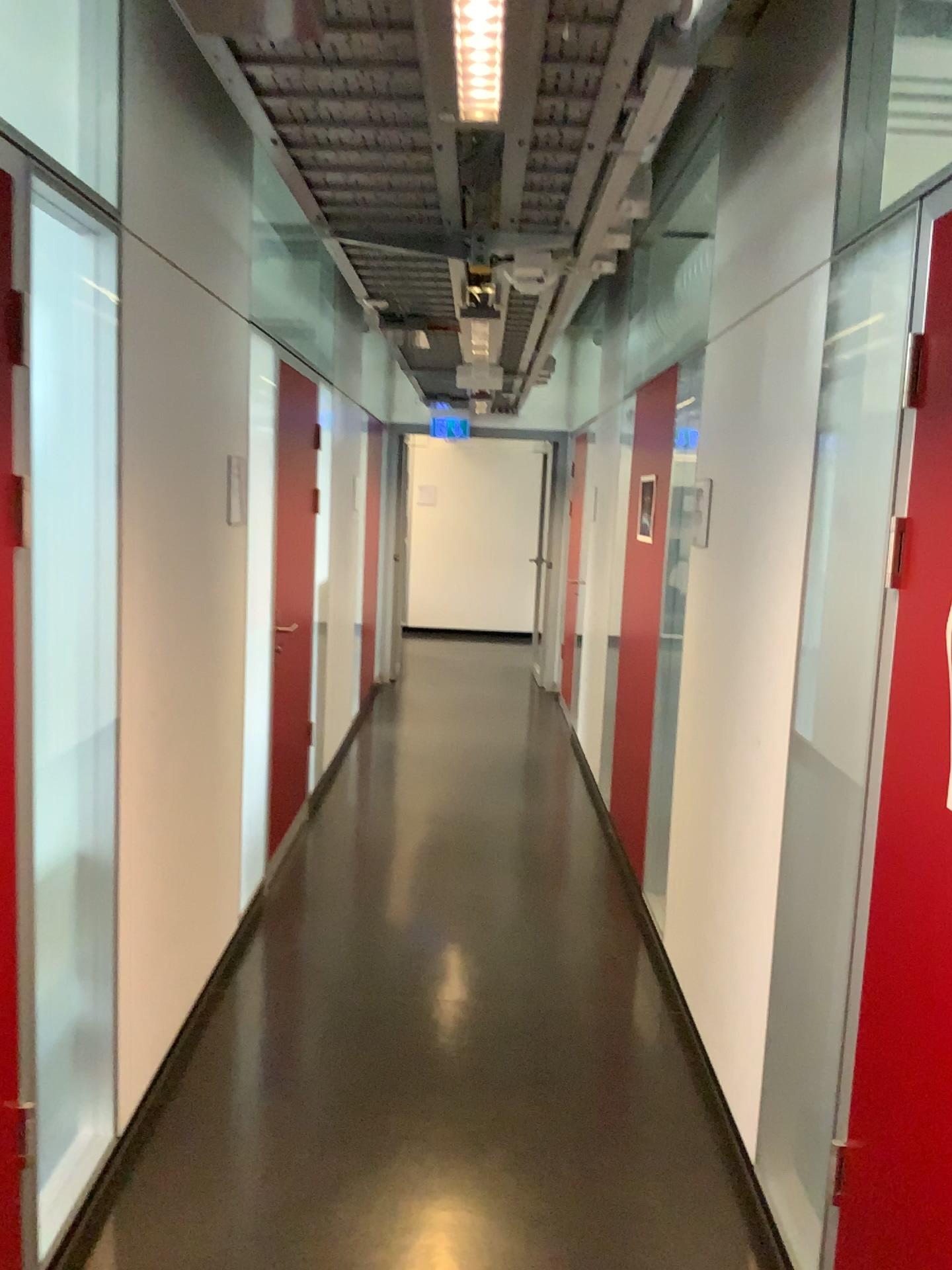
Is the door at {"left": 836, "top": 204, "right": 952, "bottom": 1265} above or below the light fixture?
below

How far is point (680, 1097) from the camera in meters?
2.9

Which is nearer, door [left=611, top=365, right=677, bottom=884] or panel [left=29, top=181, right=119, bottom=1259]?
panel [left=29, top=181, right=119, bottom=1259]

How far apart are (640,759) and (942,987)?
2.7m

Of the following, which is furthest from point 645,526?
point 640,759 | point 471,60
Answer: point 471,60

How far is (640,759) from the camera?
4.3 meters

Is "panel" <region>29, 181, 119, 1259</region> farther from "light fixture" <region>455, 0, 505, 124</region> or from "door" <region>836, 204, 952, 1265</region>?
"door" <region>836, 204, 952, 1265</region>

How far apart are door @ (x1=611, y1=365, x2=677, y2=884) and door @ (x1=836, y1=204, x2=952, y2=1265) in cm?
239

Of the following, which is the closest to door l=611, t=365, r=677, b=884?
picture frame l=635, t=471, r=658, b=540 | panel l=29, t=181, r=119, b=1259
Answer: picture frame l=635, t=471, r=658, b=540

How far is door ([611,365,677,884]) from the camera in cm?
434
